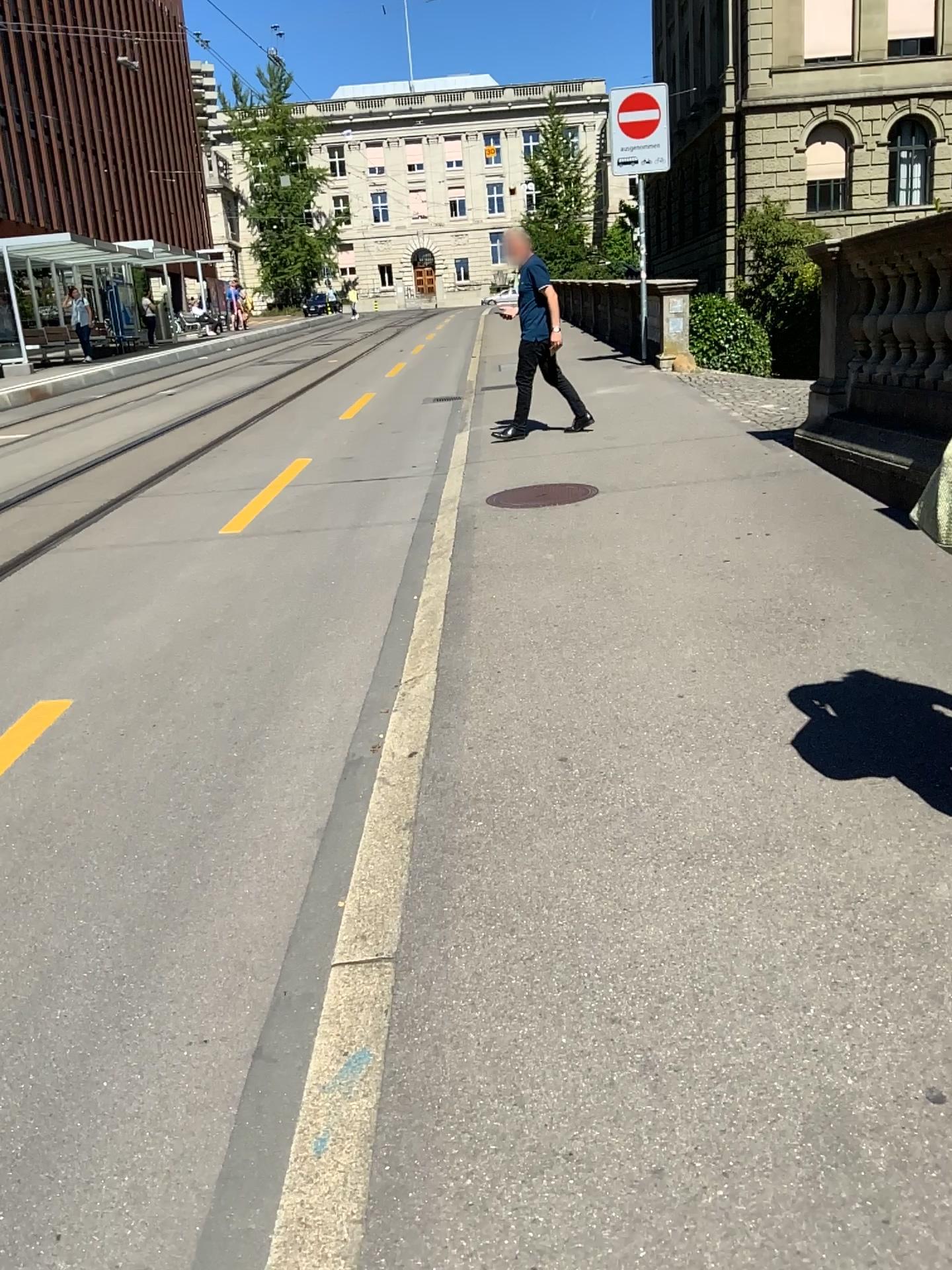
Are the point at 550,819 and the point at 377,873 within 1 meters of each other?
yes
